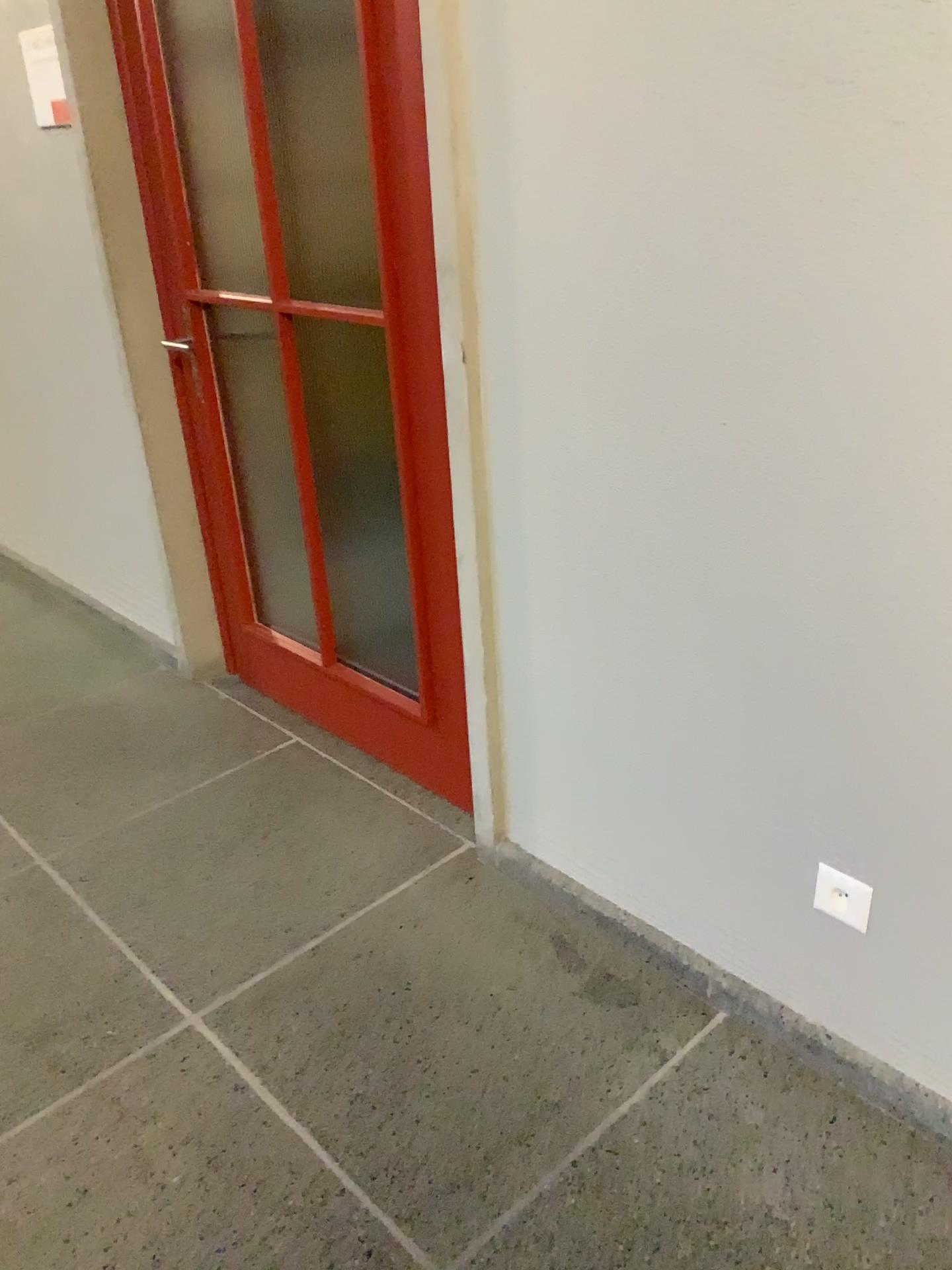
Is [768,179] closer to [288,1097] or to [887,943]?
[887,943]

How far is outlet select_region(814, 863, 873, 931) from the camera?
1.6 meters

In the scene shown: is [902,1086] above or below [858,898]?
below

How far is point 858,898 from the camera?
1.58m
